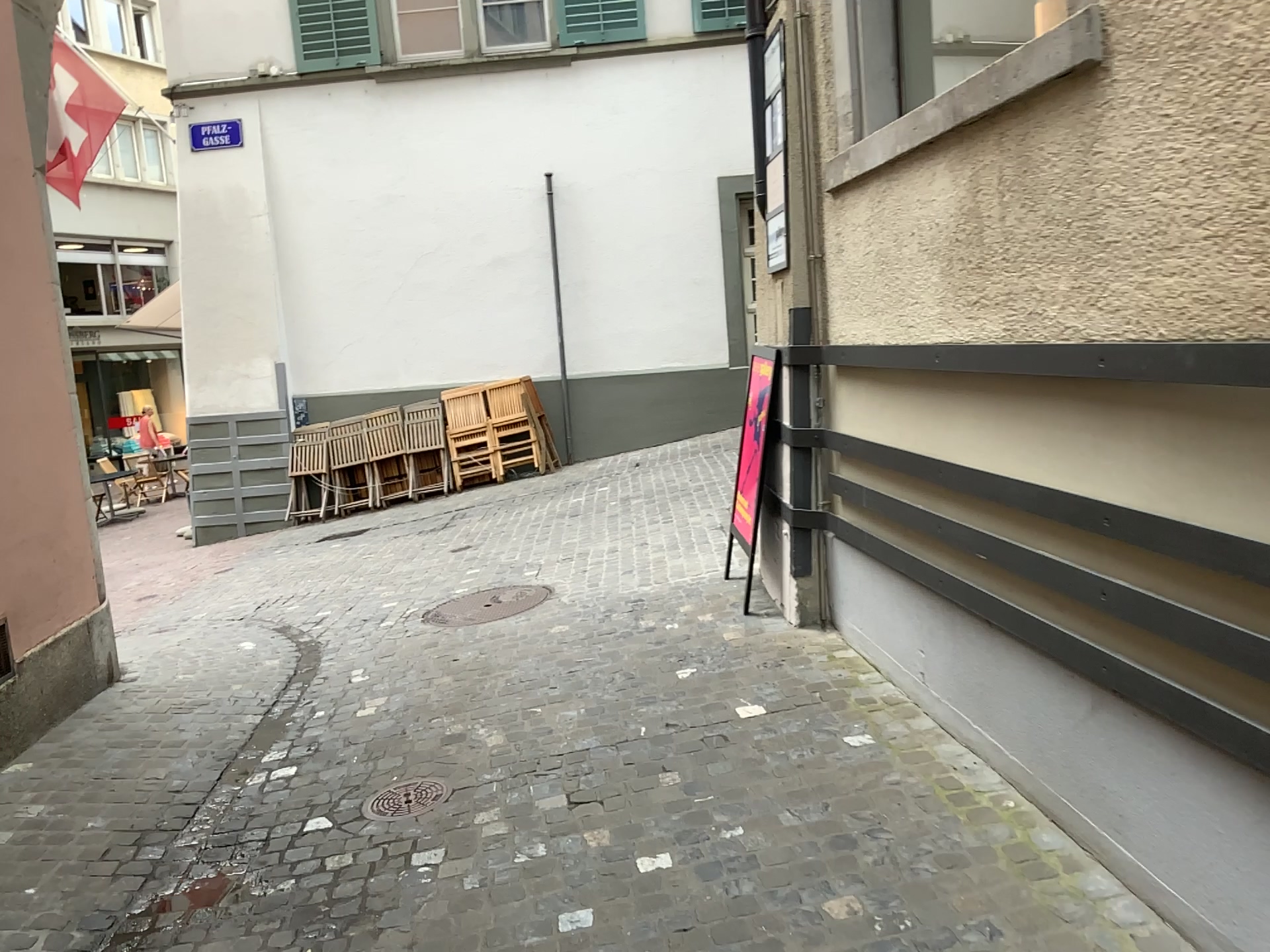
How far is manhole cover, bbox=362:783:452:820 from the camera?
3.4m

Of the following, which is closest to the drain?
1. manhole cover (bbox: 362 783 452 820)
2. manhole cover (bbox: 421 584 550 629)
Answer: manhole cover (bbox: 362 783 452 820)

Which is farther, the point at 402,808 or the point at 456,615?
the point at 456,615

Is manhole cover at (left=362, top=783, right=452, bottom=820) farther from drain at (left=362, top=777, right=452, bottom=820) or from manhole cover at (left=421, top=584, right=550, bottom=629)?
manhole cover at (left=421, top=584, right=550, bottom=629)

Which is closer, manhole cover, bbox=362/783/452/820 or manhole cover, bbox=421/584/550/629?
manhole cover, bbox=362/783/452/820

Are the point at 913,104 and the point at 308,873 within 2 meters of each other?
no

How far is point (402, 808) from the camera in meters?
3.4 m

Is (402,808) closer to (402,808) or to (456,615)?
(402,808)

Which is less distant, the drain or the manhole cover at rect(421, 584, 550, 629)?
the drain
